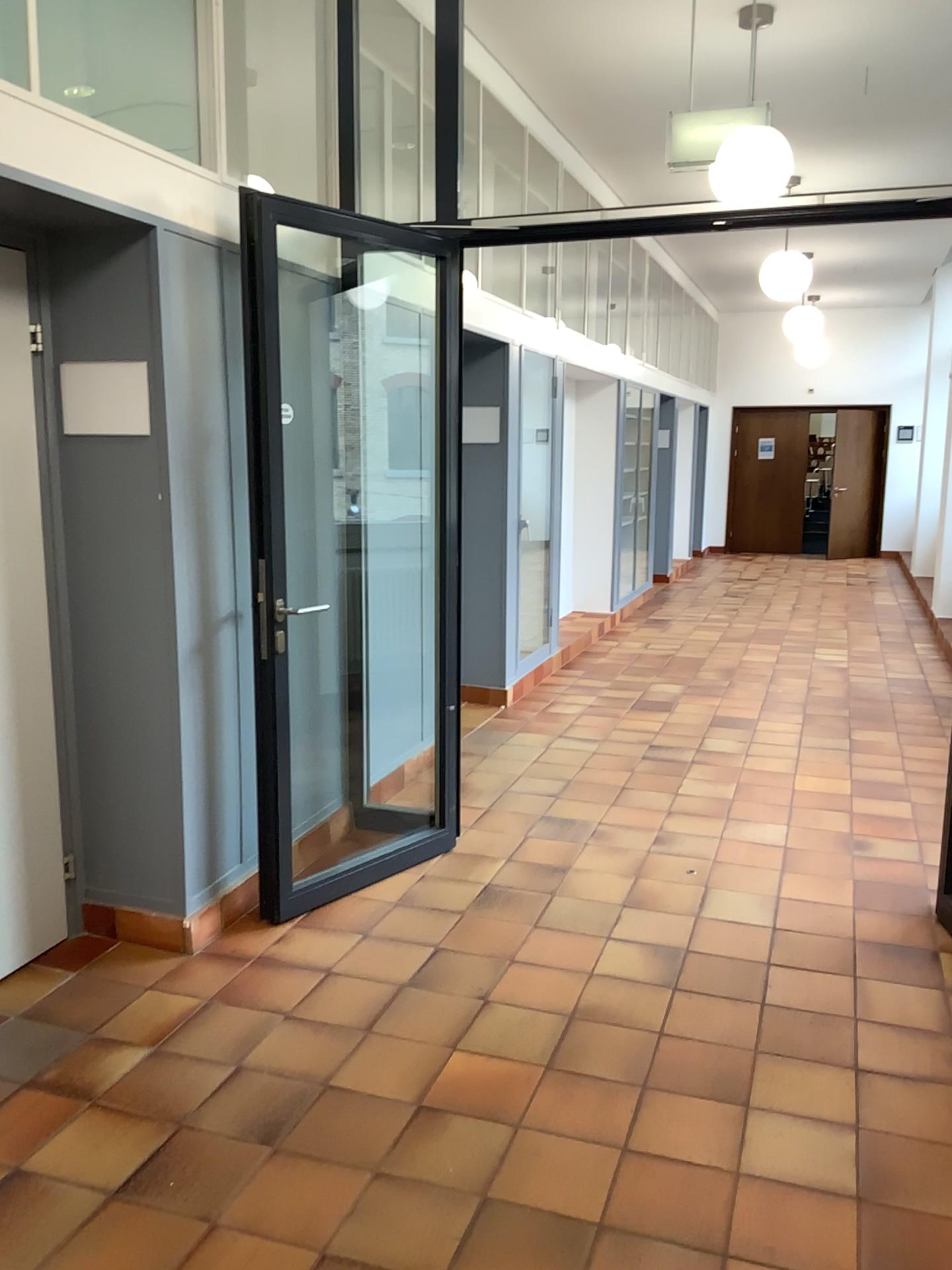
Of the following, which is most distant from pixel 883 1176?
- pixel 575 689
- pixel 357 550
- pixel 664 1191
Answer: pixel 575 689

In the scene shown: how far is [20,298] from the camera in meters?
3.0 m

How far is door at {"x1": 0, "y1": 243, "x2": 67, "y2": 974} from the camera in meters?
3.0 m
